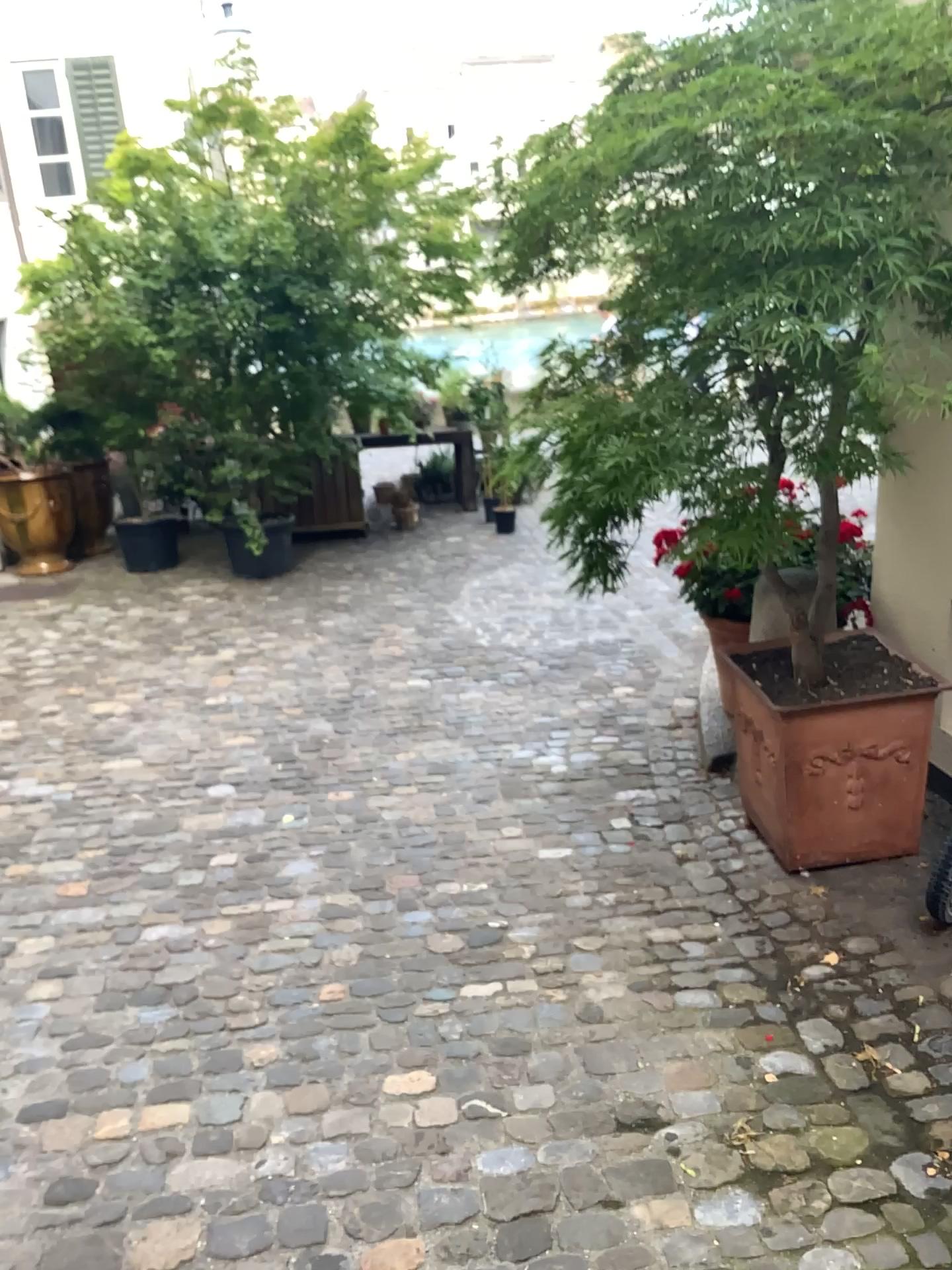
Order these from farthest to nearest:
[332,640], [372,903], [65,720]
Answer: [332,640] < [65,720] < [372,903]

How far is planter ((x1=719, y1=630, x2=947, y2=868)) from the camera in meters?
3.0

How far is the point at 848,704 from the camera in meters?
3.0
